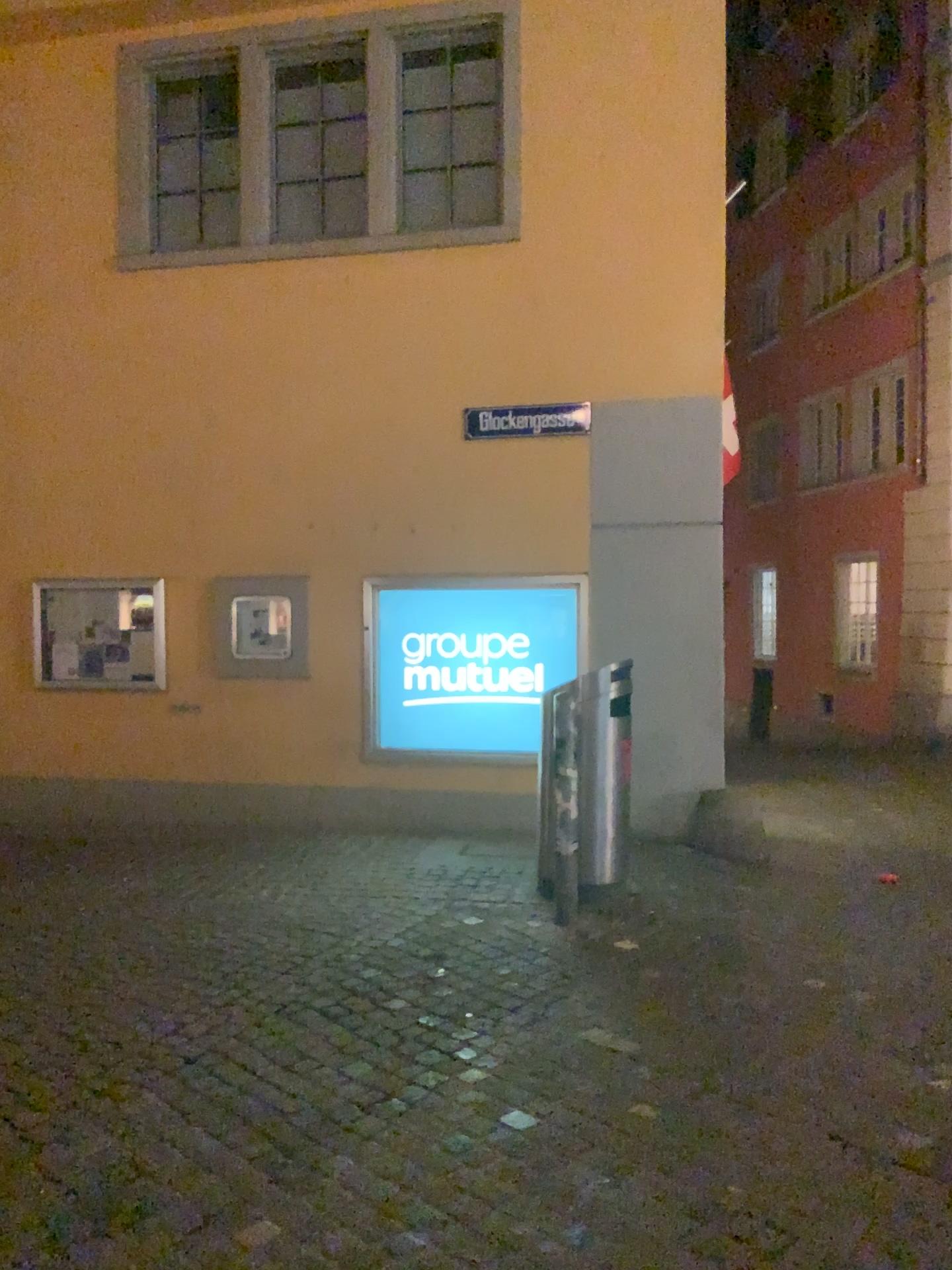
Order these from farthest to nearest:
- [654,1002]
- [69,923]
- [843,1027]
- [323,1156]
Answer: [69,923] < [654,1002] < [843,1027] < [323,1156]
